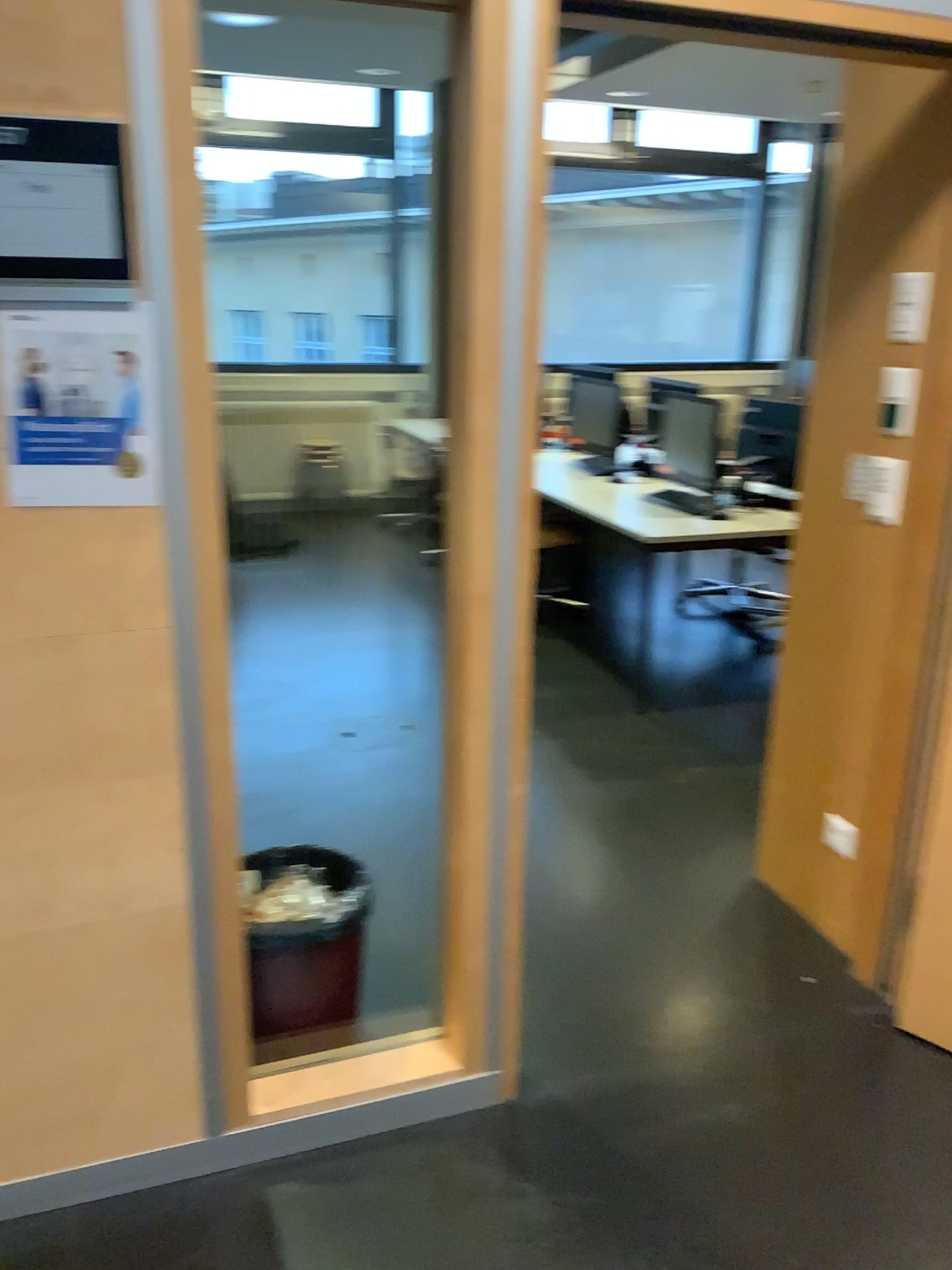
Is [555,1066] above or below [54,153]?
below

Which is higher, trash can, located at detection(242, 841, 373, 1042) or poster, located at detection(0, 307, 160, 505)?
poster, located at detection(0, 307, 160, 505)

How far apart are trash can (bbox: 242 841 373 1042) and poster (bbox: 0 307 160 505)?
1.0 meters

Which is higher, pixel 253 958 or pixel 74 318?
Answer: pixel 74 318

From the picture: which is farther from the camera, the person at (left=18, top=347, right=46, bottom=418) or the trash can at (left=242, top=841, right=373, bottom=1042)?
the trash can at (left=242, top=841, right=373, bottom=1042)

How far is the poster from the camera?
1.50m

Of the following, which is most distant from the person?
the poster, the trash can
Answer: the trash can

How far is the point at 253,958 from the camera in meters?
2.2 m

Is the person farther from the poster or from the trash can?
the trash can

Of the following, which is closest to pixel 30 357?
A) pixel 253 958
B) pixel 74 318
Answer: pixel 74 318
